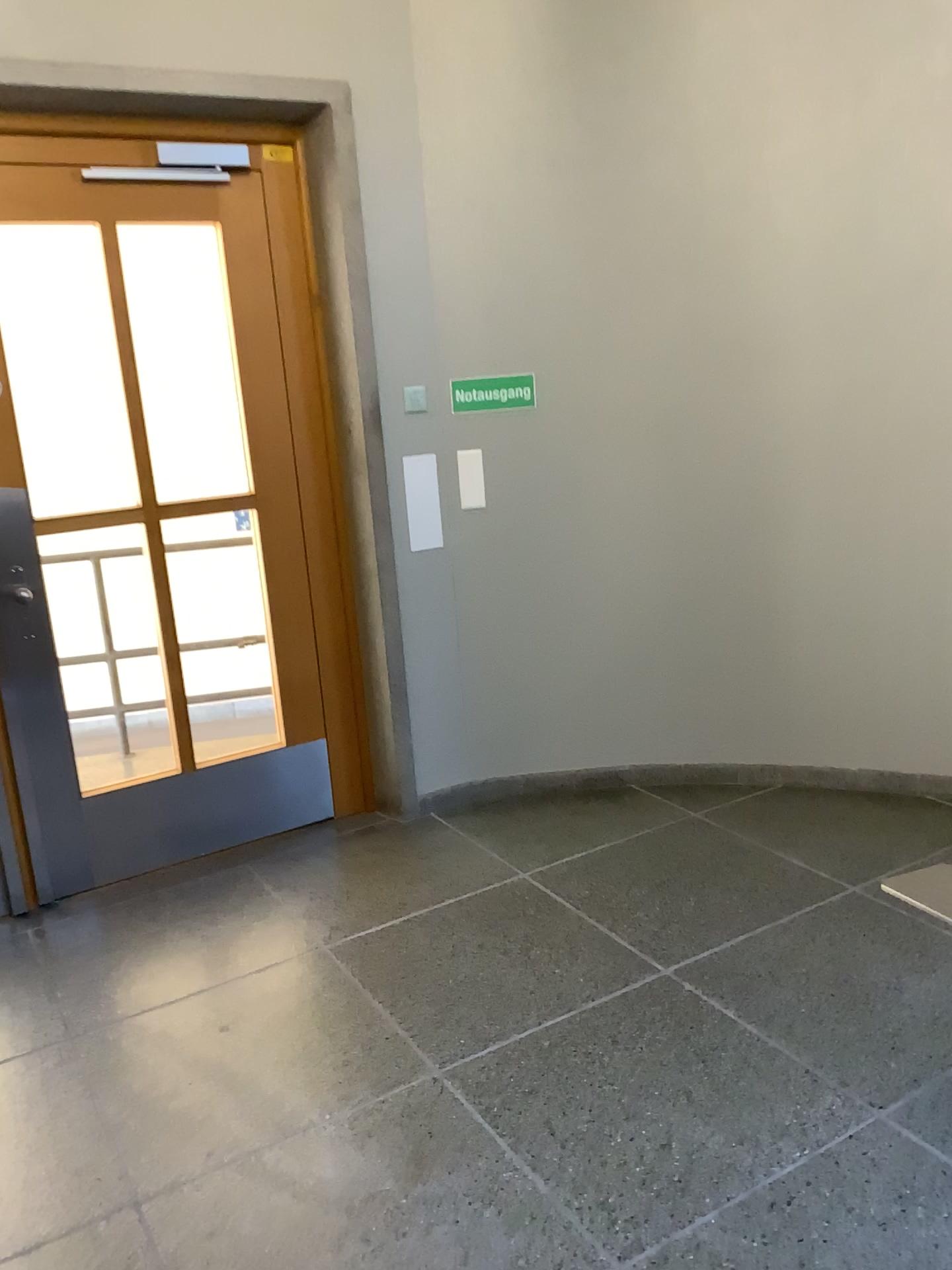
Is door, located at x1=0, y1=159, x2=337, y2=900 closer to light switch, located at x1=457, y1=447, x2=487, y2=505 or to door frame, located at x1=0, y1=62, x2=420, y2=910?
door frame, located at x1=0, y1=62, x2=420, y2=910

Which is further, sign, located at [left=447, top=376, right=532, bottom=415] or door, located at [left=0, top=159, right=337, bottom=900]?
sign, located at [left=447, top=376, right=532, bottom=415]

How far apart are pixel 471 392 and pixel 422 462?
0.29m

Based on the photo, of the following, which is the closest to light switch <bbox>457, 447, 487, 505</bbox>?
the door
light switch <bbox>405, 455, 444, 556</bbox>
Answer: light switch <bbox>405, 455, 444, 556</bbox>

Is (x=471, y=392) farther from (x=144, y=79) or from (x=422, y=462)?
(x=144, y=79)

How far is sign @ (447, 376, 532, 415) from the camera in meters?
3.7 m

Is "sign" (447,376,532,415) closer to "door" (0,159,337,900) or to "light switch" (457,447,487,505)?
"light switch" (457,447,487,505)

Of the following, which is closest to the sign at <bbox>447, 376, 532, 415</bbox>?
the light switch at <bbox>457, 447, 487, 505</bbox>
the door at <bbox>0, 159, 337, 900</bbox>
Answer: the light switch at <bbox>457, 447, 487, 505</bbox>

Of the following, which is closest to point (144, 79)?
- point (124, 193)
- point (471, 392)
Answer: point (124, 193)

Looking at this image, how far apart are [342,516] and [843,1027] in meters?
2.2 m
